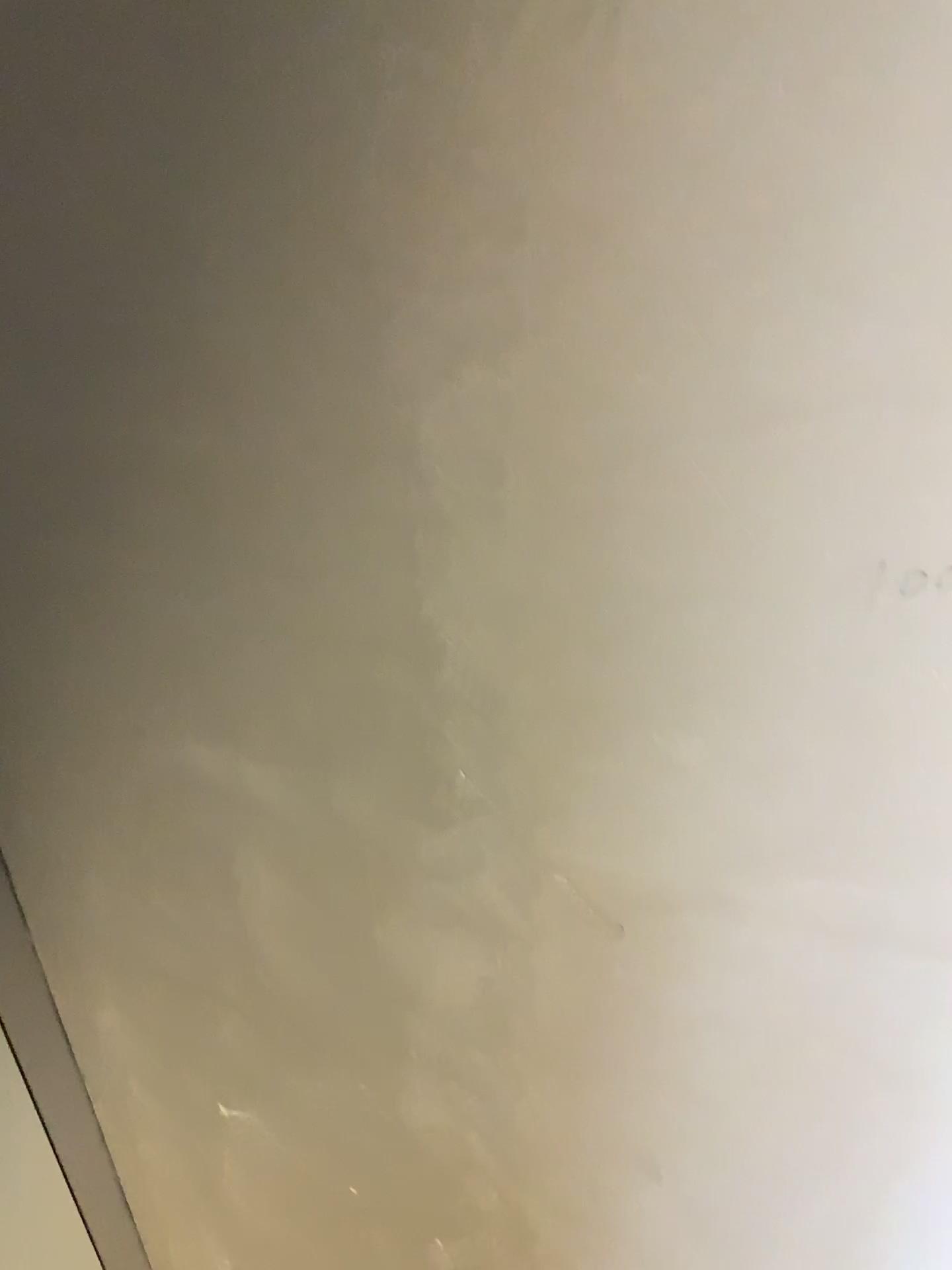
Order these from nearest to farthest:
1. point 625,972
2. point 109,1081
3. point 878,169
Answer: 1. point 878,169
2. point 625,972
3. point 109,1081
